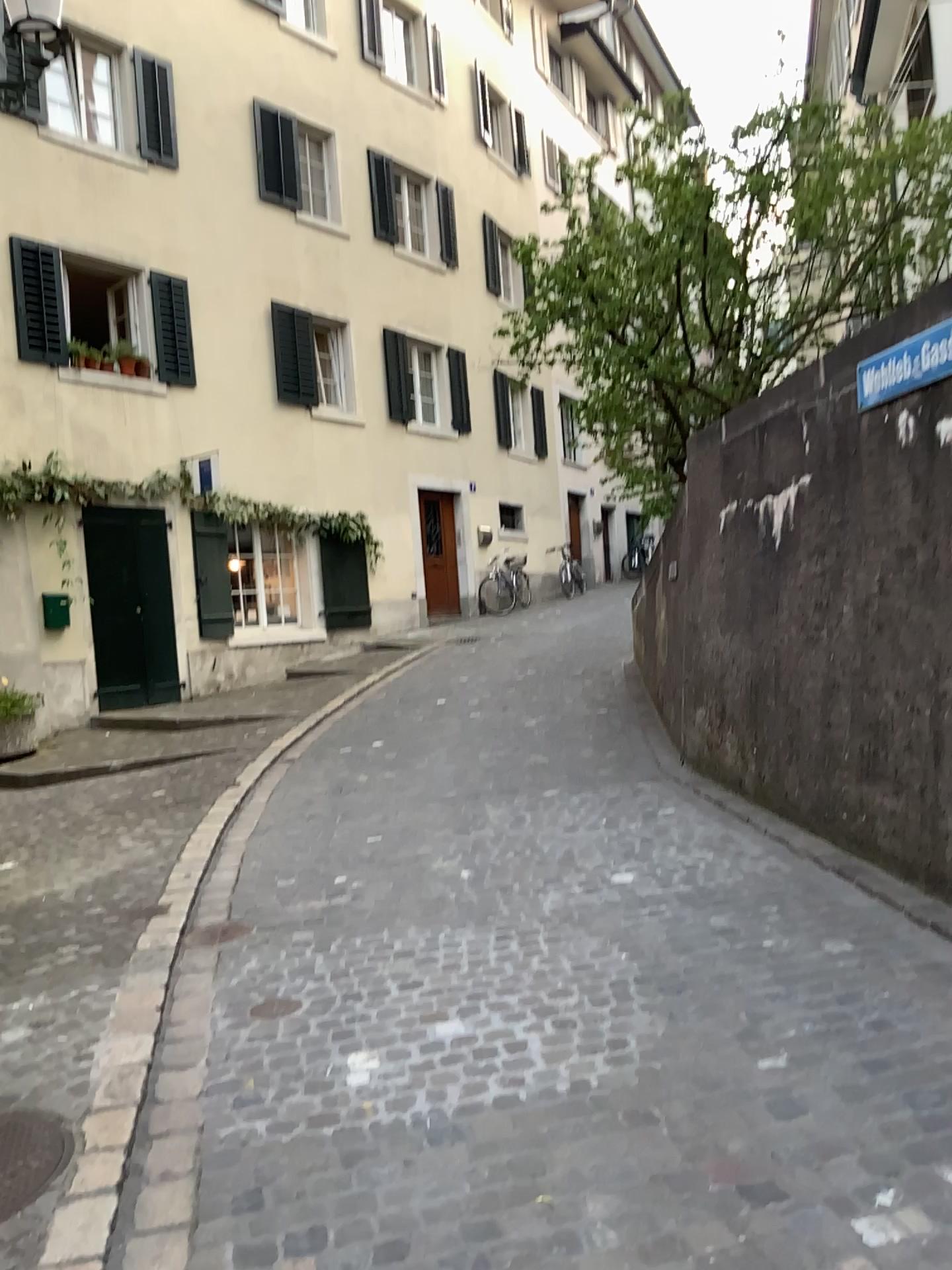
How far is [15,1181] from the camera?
2.6 meters

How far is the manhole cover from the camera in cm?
265

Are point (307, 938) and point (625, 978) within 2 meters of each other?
yes
